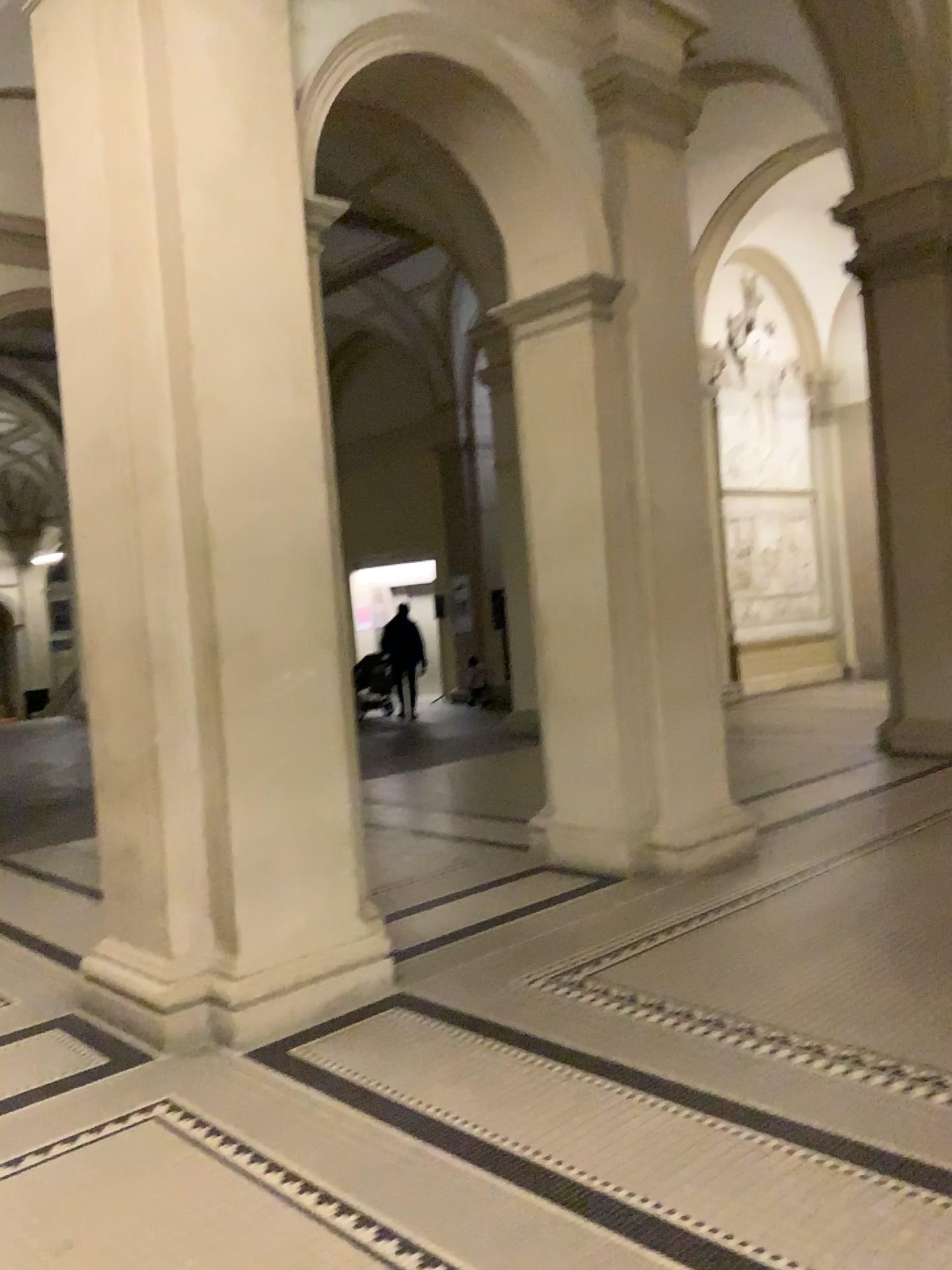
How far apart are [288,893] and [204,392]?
1.8m

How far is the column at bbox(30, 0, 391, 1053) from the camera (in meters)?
3.77

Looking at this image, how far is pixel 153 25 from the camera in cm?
377
